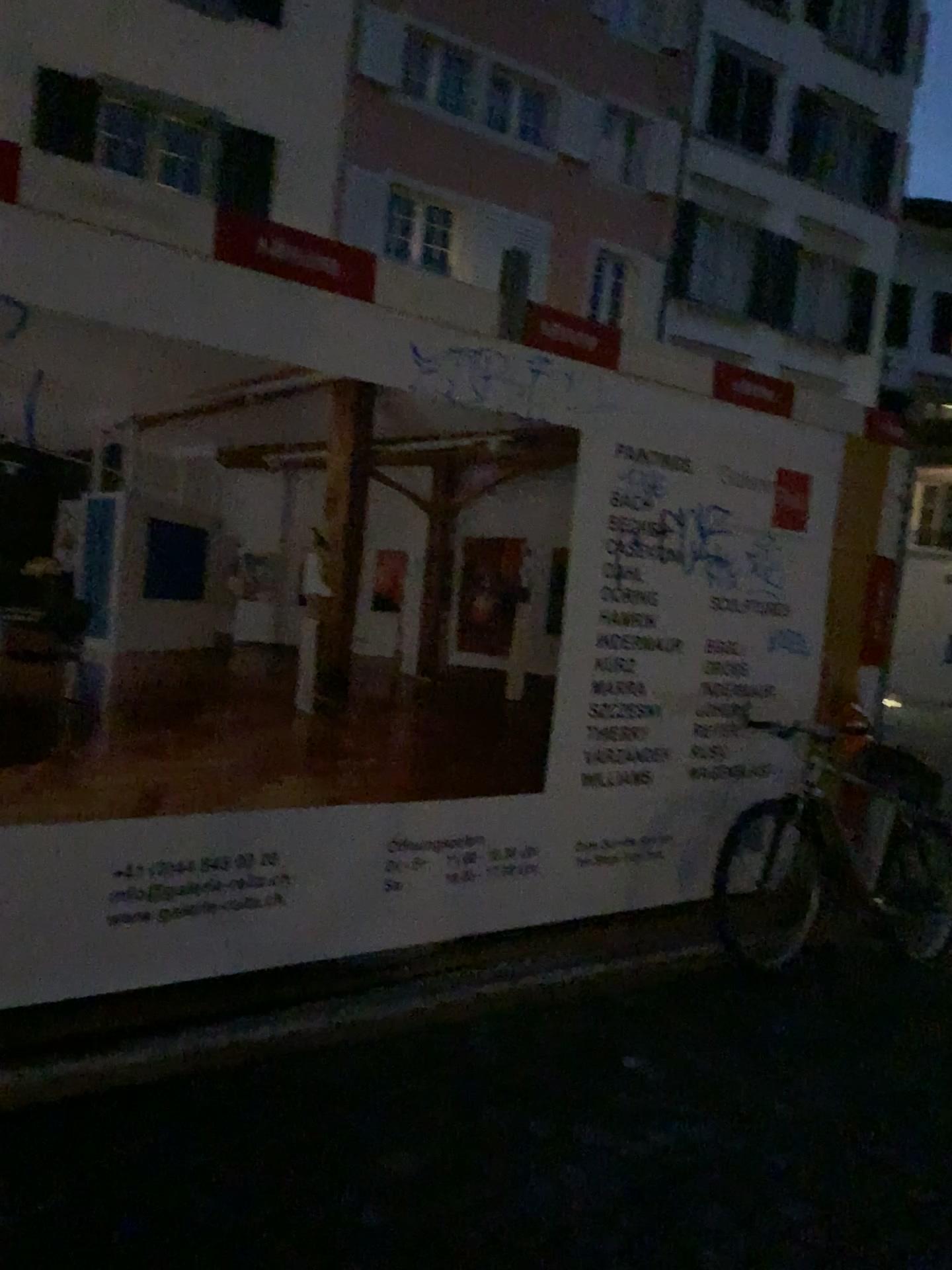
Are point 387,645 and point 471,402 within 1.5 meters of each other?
yes
